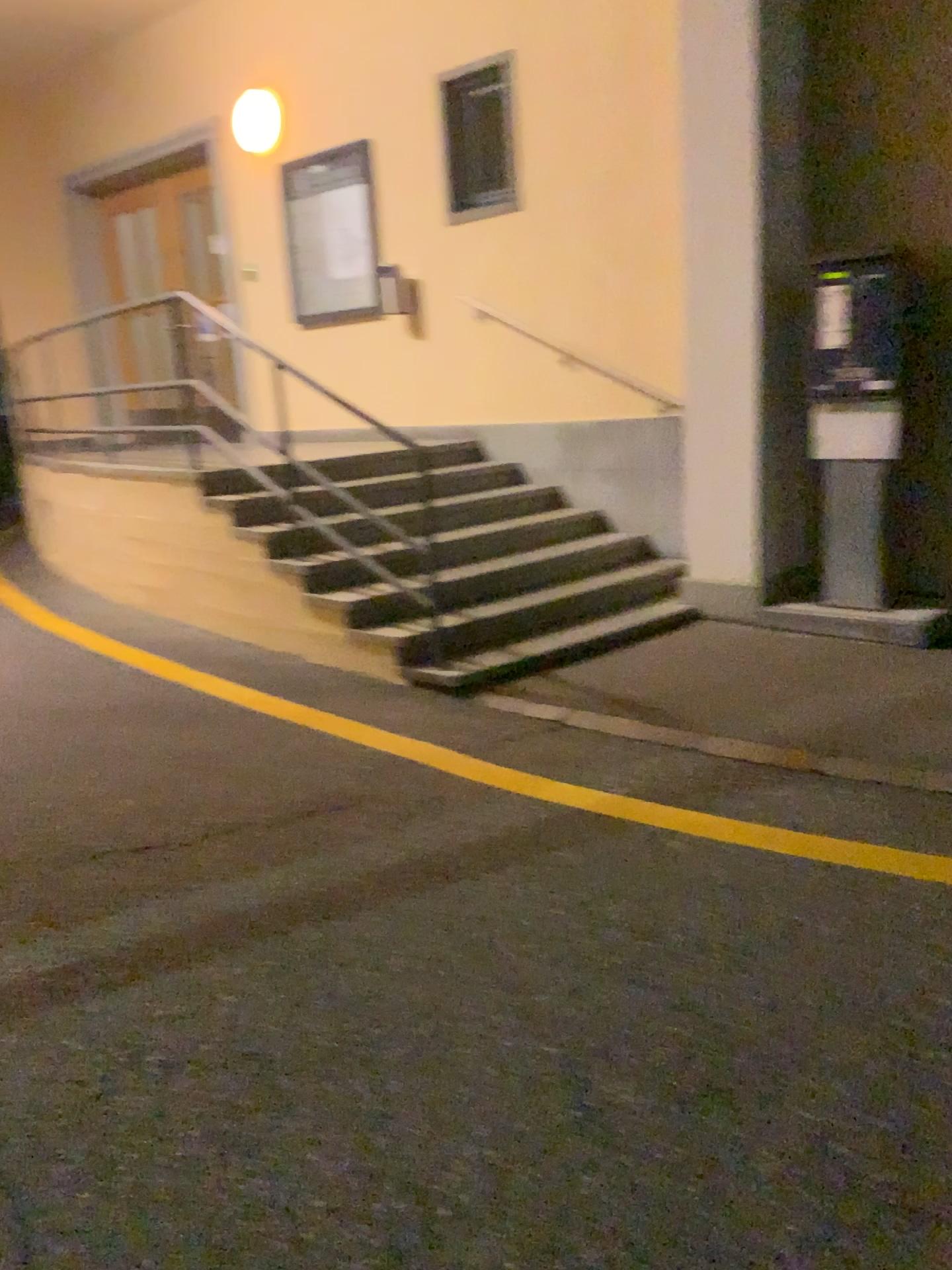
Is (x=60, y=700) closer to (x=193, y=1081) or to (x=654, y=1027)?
(x=193, y=1081)
